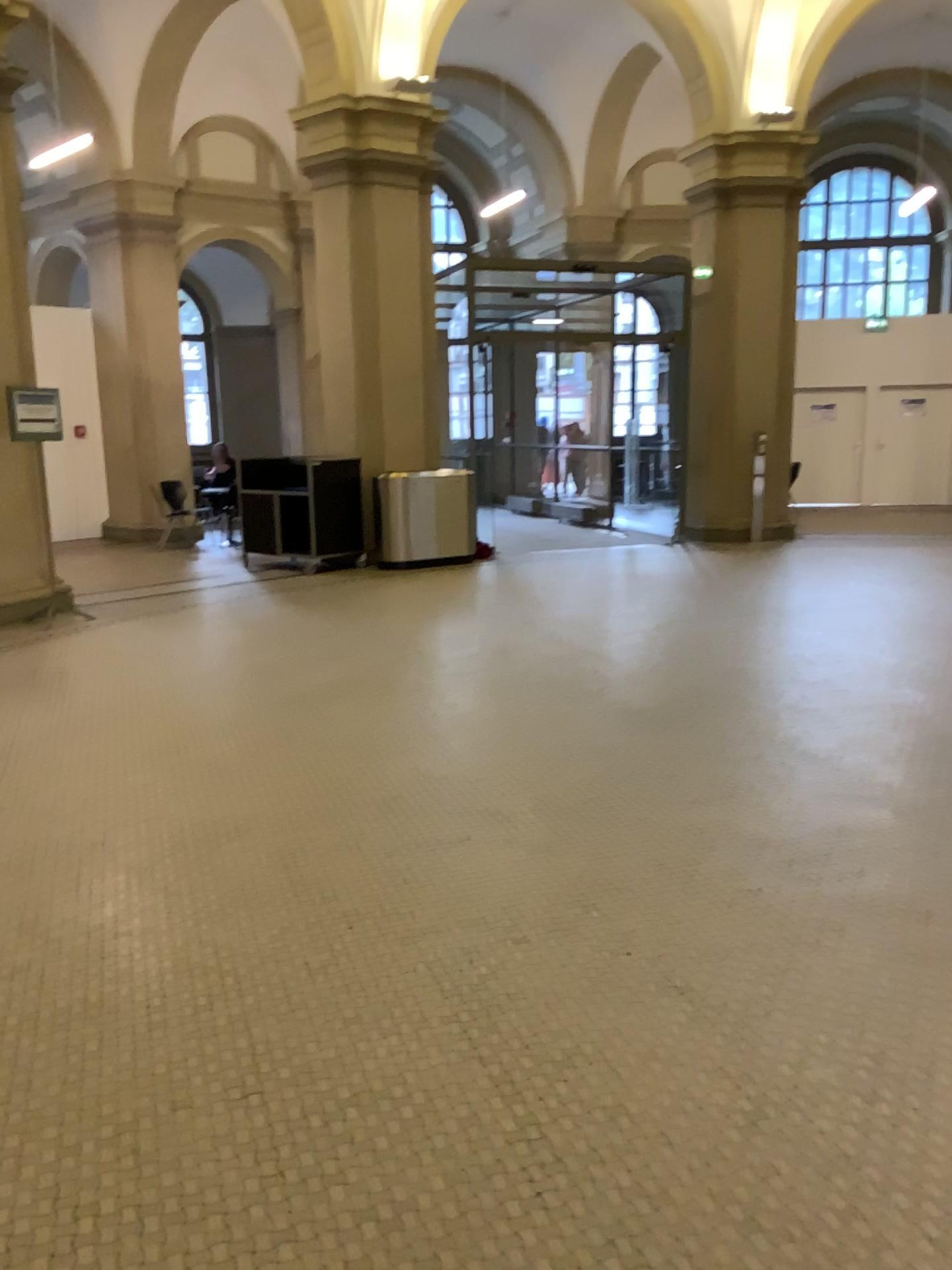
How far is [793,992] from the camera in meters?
2.8 m
